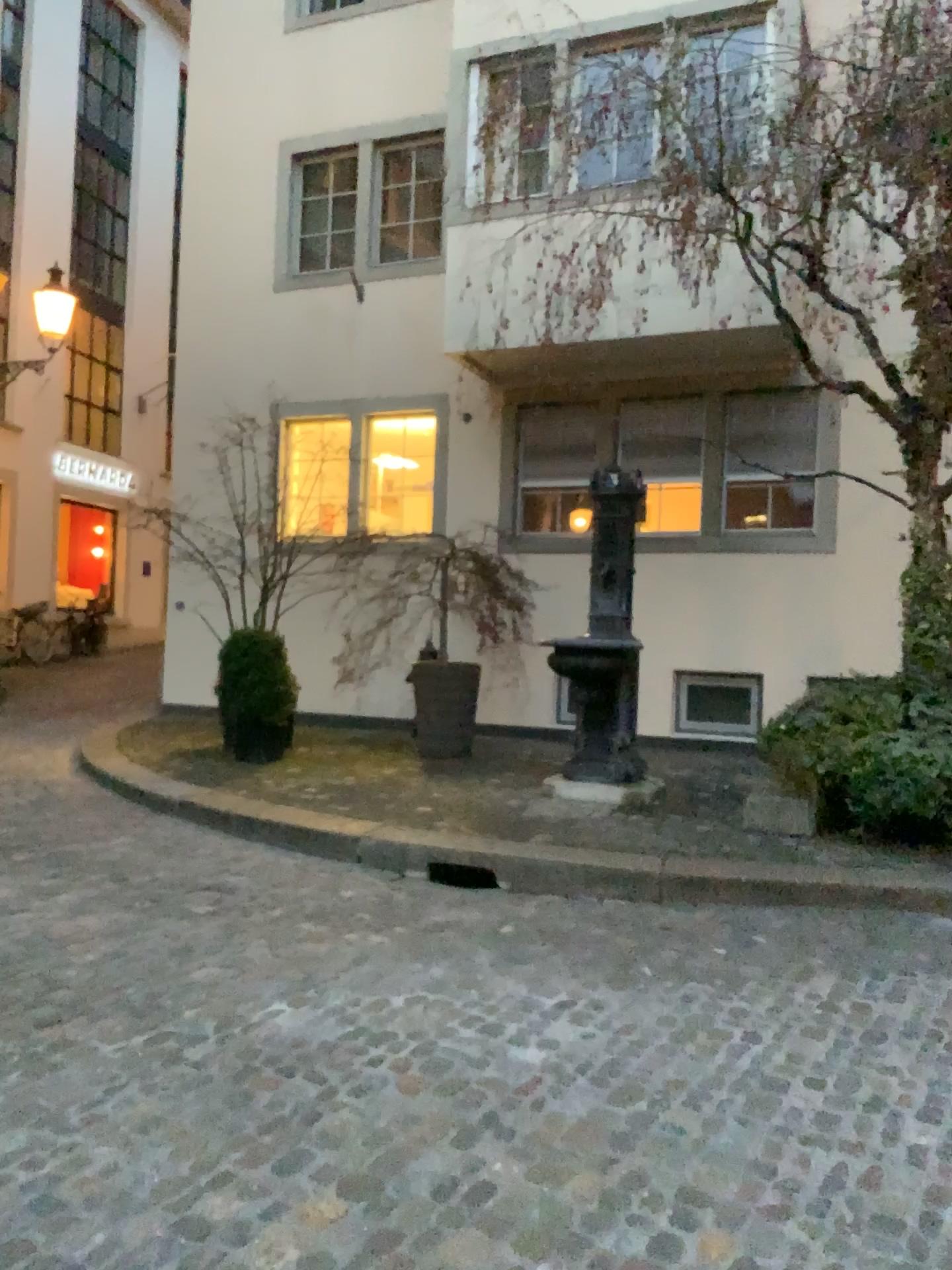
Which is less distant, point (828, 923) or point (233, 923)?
point (233, 923)
